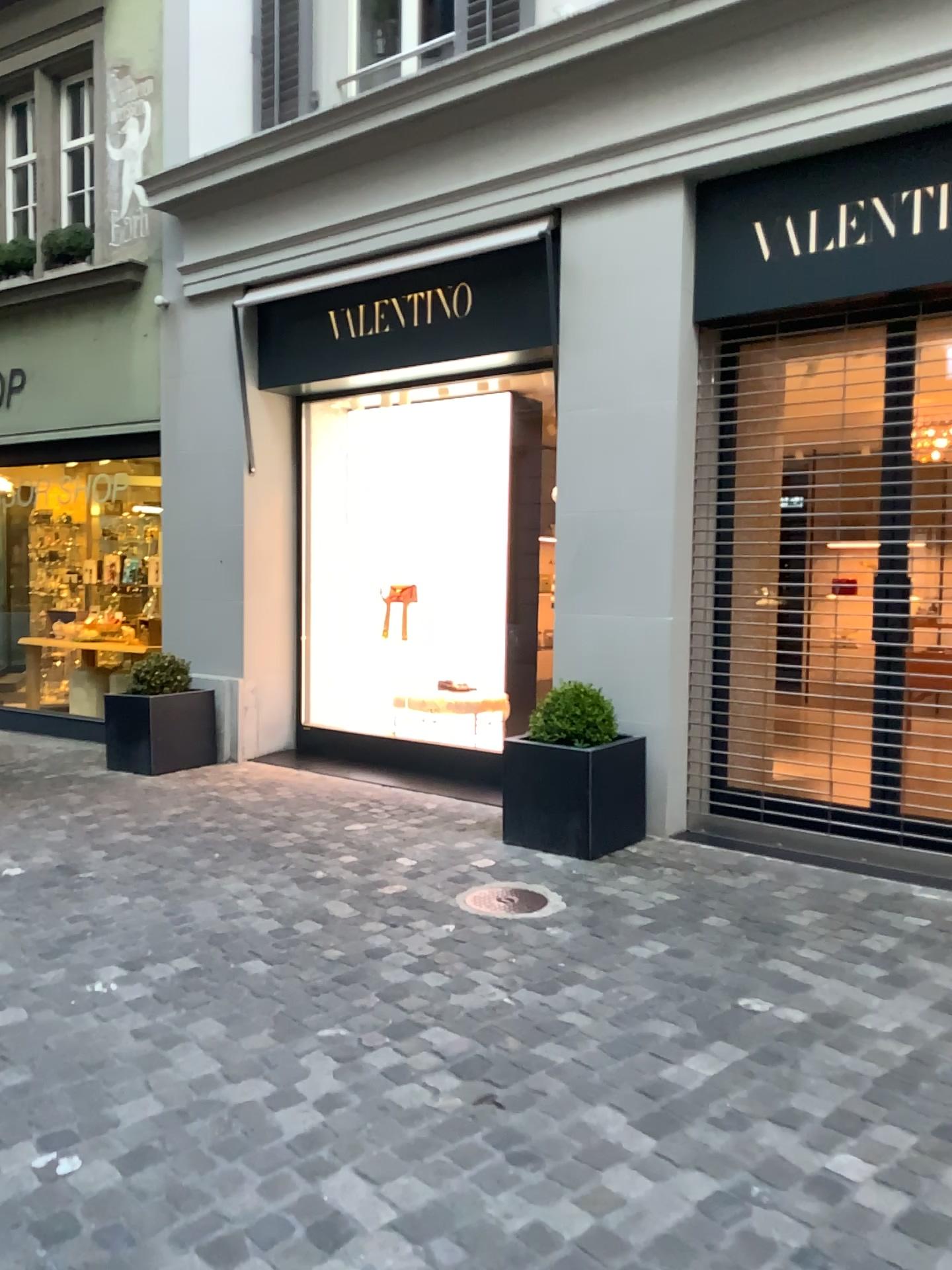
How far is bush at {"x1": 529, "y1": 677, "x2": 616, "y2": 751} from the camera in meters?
5.0 m

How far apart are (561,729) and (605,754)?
0.3 meters

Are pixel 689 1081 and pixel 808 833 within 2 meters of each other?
no

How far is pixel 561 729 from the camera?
5.0 meters

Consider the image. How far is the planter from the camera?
4.8 meters

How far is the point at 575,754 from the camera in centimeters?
481cm

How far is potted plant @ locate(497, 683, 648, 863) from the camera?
4.8 meters
